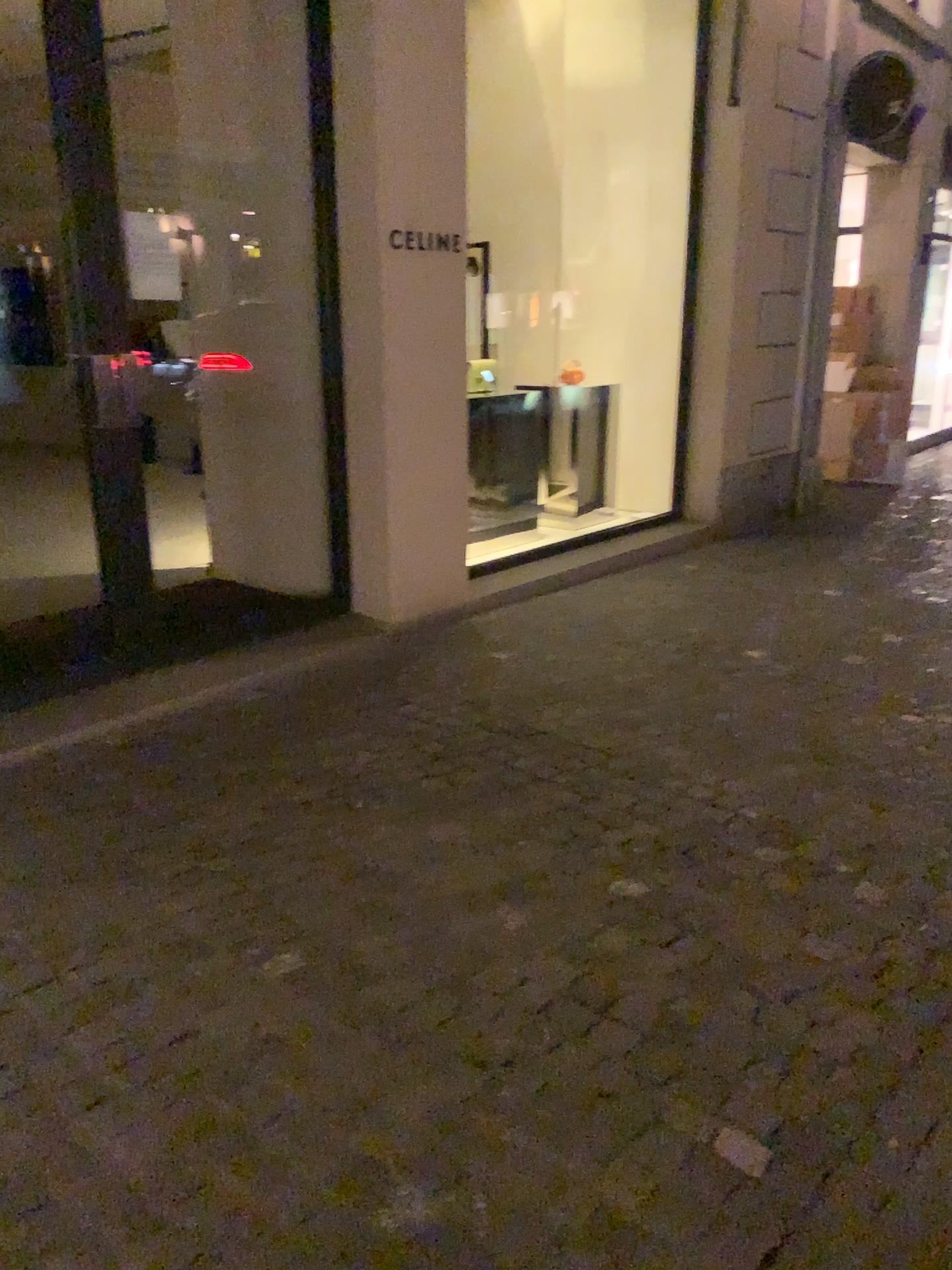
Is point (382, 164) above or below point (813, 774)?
above
